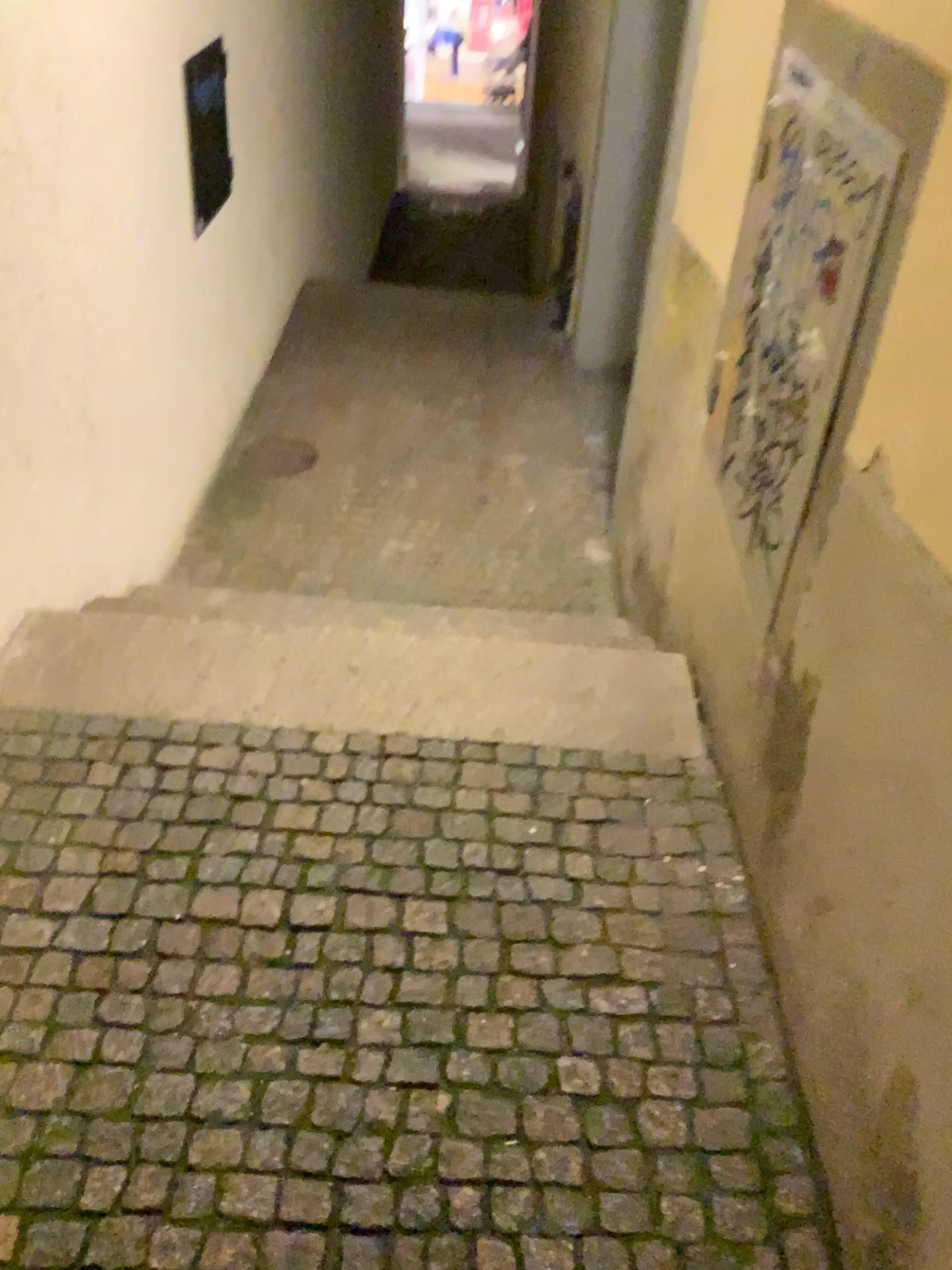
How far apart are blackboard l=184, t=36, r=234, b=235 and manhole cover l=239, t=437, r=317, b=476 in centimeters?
91cm

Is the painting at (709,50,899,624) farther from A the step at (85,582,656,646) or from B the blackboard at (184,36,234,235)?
B the blackboard at (184,36,234,235)

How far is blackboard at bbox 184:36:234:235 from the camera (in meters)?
3.23

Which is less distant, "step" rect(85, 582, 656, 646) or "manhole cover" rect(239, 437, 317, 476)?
"step" rect(85, 582, 656, 646)

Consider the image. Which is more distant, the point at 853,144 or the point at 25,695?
the point at 25,695

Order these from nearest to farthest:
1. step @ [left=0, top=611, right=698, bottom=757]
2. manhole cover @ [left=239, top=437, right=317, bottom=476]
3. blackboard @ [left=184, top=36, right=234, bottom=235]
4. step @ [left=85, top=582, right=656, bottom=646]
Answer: step @ [left=0, top=611, right=698, bottom=757]
step @ [left=85, top=582, right=656, bottom=646]
blackboard @ [left=184, top=36, right=234, bottom=235]
manhole cover @ [left=239, top=437, right=317, bottom=476]

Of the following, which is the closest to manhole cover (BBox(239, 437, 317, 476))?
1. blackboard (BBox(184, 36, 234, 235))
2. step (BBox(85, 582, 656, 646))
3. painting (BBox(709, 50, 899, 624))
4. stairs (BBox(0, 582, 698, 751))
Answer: blackboard (BBox(184, 36, 234, 235))

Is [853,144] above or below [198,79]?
above

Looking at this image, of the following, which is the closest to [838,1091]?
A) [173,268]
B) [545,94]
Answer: [173,268]

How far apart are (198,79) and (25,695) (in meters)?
2.16
